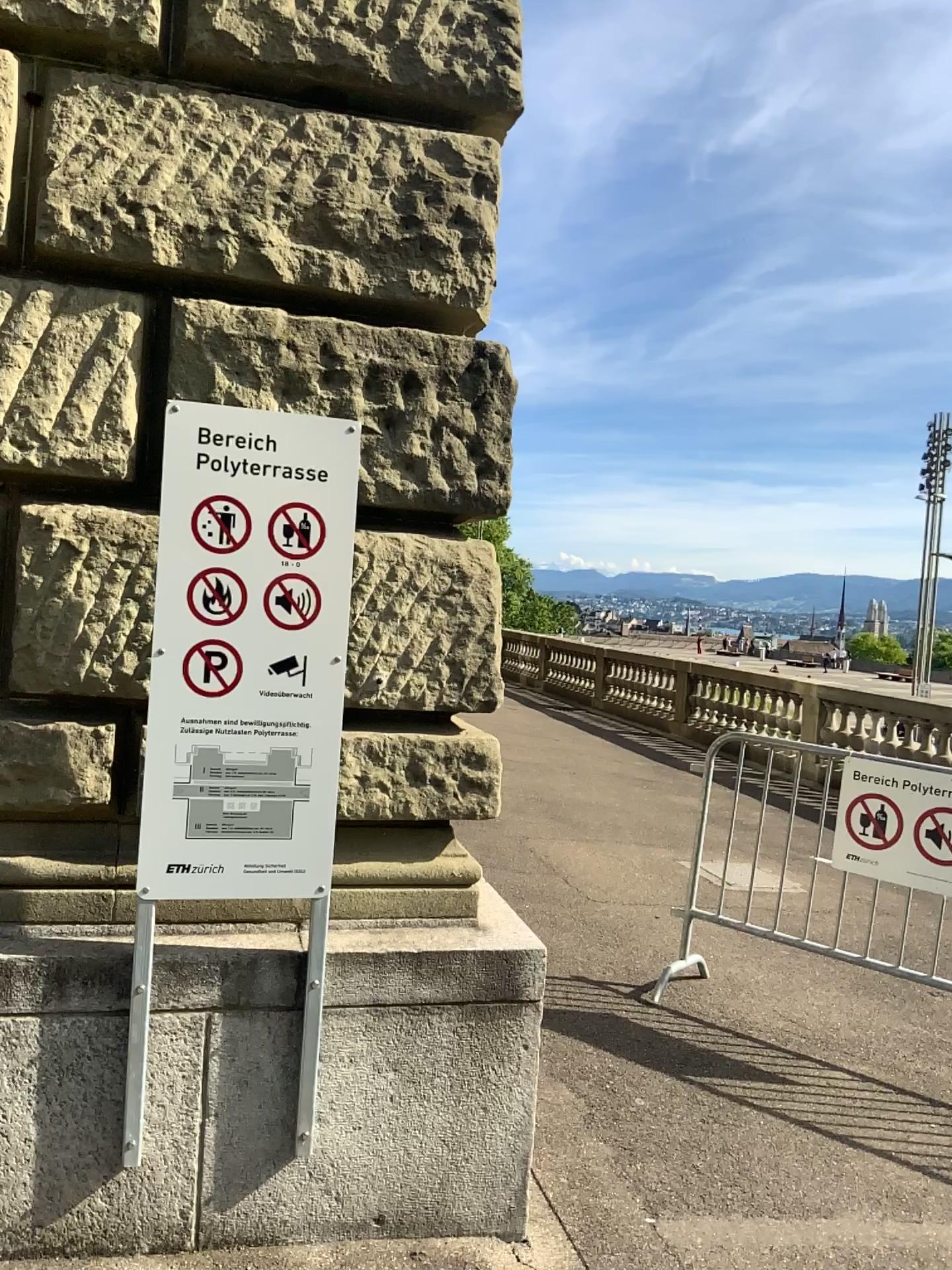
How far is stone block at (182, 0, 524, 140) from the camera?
2.53m

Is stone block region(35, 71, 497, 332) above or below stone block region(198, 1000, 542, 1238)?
above

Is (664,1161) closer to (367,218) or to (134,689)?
(134,689)

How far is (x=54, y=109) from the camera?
2.45m

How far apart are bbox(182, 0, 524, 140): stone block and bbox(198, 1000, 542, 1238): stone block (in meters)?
2.21

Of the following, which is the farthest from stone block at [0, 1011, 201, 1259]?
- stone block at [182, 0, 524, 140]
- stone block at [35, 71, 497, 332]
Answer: stone block at [182, 0, 524, 140]

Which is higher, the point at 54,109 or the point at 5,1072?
the point at 54,109

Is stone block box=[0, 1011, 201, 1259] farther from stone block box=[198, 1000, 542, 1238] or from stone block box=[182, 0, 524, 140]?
stone block box=[182, 0, 524, 140]

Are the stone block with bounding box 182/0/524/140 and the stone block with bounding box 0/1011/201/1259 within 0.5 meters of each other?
no

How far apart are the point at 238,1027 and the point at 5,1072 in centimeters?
50cm
